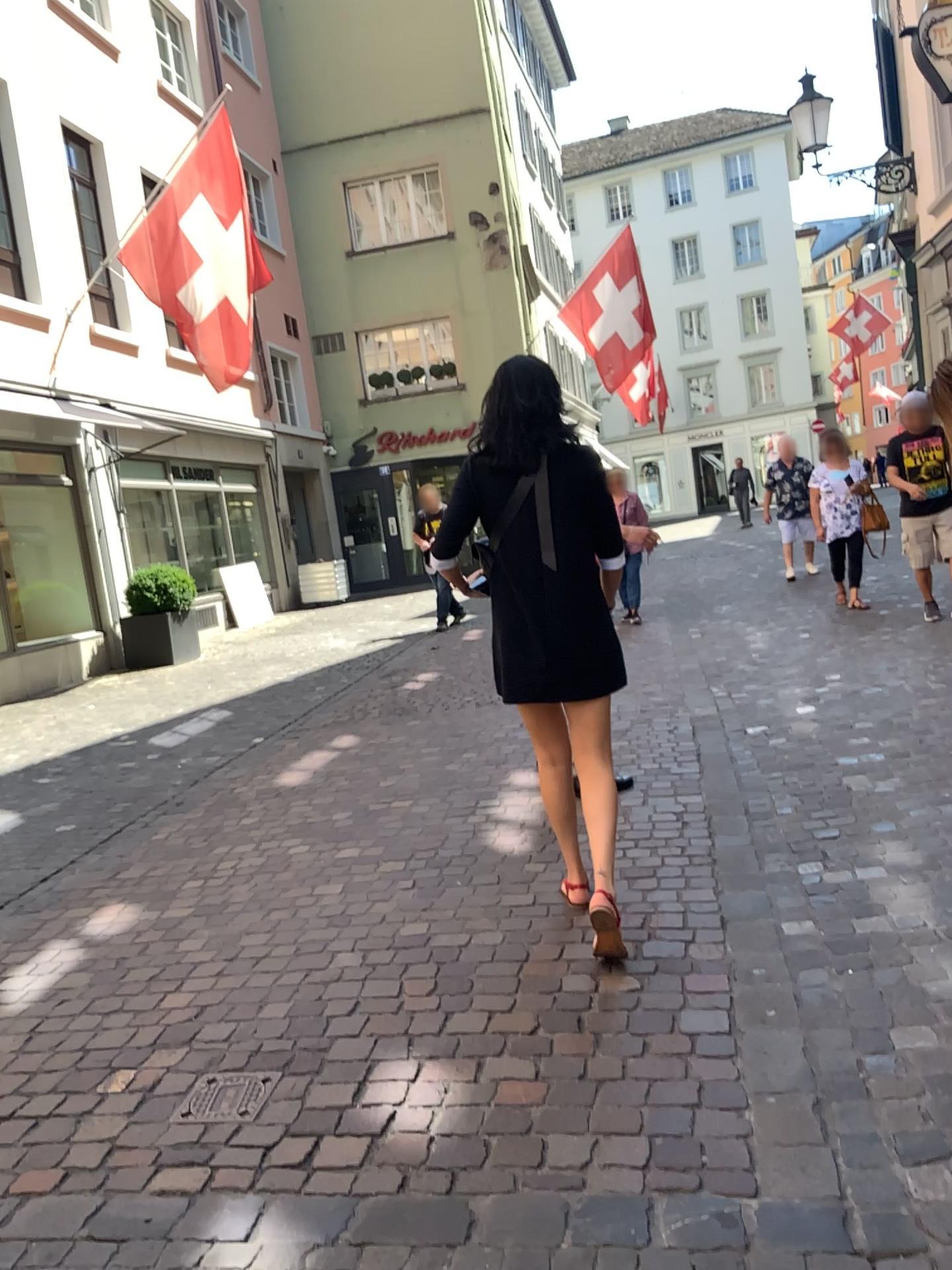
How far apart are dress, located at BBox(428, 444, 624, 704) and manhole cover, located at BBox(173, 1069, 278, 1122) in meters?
1.2 m

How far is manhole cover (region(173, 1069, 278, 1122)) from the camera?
2.4m

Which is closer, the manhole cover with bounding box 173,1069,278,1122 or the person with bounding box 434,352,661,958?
the manhole cover with bounding box 173,1069,278,1122

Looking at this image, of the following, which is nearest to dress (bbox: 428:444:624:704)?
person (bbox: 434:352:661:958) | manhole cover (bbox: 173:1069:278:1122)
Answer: person (bbox: 434:352:661:958)

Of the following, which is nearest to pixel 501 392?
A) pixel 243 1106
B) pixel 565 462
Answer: pixel 565 462

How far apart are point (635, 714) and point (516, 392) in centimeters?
313cm

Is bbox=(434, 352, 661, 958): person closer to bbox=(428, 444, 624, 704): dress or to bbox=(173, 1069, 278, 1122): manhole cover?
bbox=(428, 444, 624, 704): dress

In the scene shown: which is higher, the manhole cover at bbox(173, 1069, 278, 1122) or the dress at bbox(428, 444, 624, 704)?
the dress at bbox(428, 444, 624, 704)

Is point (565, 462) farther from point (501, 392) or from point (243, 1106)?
point (243, 1106)

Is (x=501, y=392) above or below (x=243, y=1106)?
above
